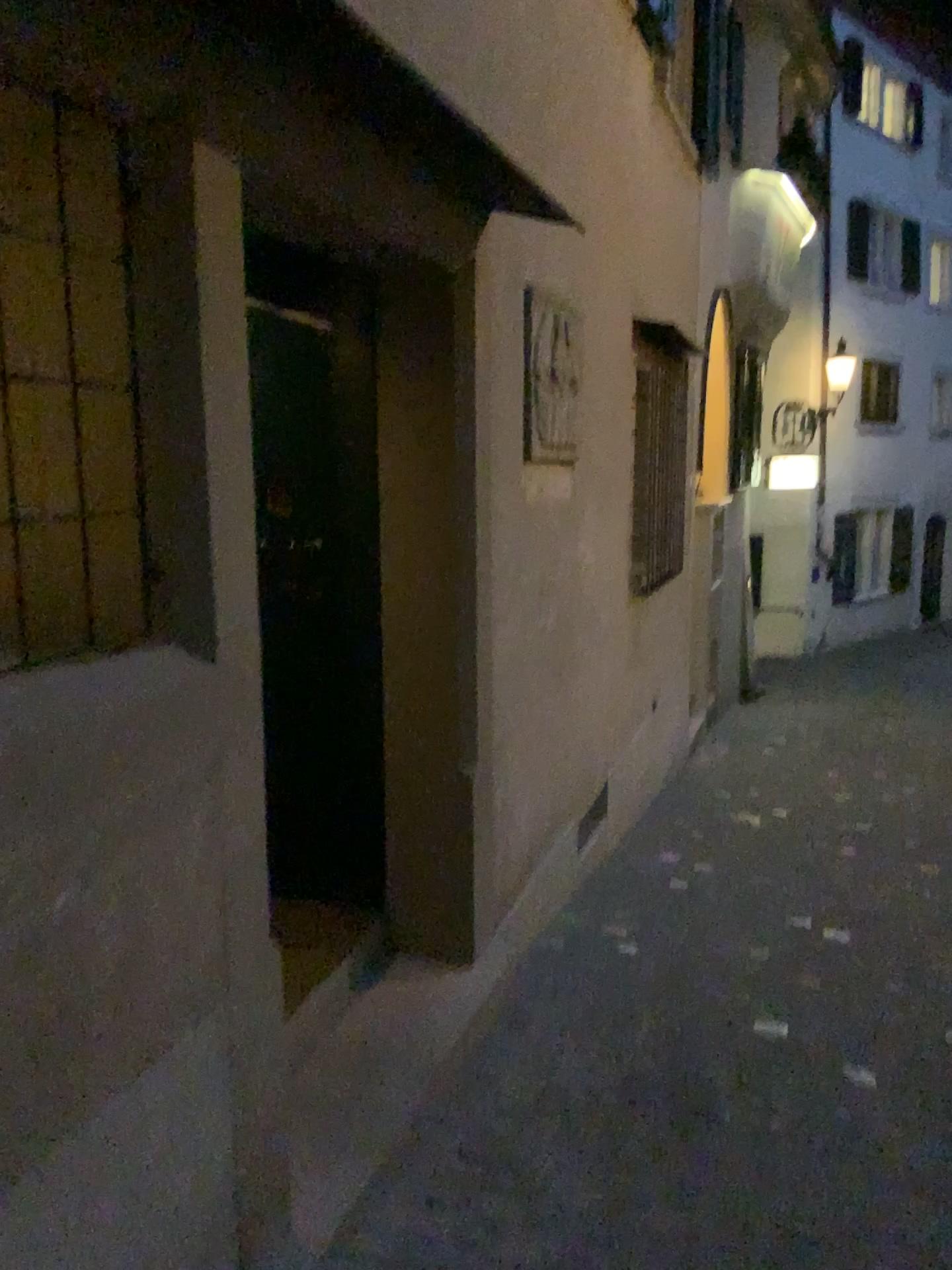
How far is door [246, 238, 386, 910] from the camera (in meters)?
3.19

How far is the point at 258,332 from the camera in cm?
319

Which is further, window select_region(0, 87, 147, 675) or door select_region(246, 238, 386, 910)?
door select_region(246, 238, 386, 910)

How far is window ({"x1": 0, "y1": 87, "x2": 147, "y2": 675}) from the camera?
1.7 meters

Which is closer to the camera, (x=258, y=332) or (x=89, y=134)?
(x=89, y=134)

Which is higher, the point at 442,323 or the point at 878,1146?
the point at 442,323

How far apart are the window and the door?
1.35m

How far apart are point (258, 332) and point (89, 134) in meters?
1.5 m
